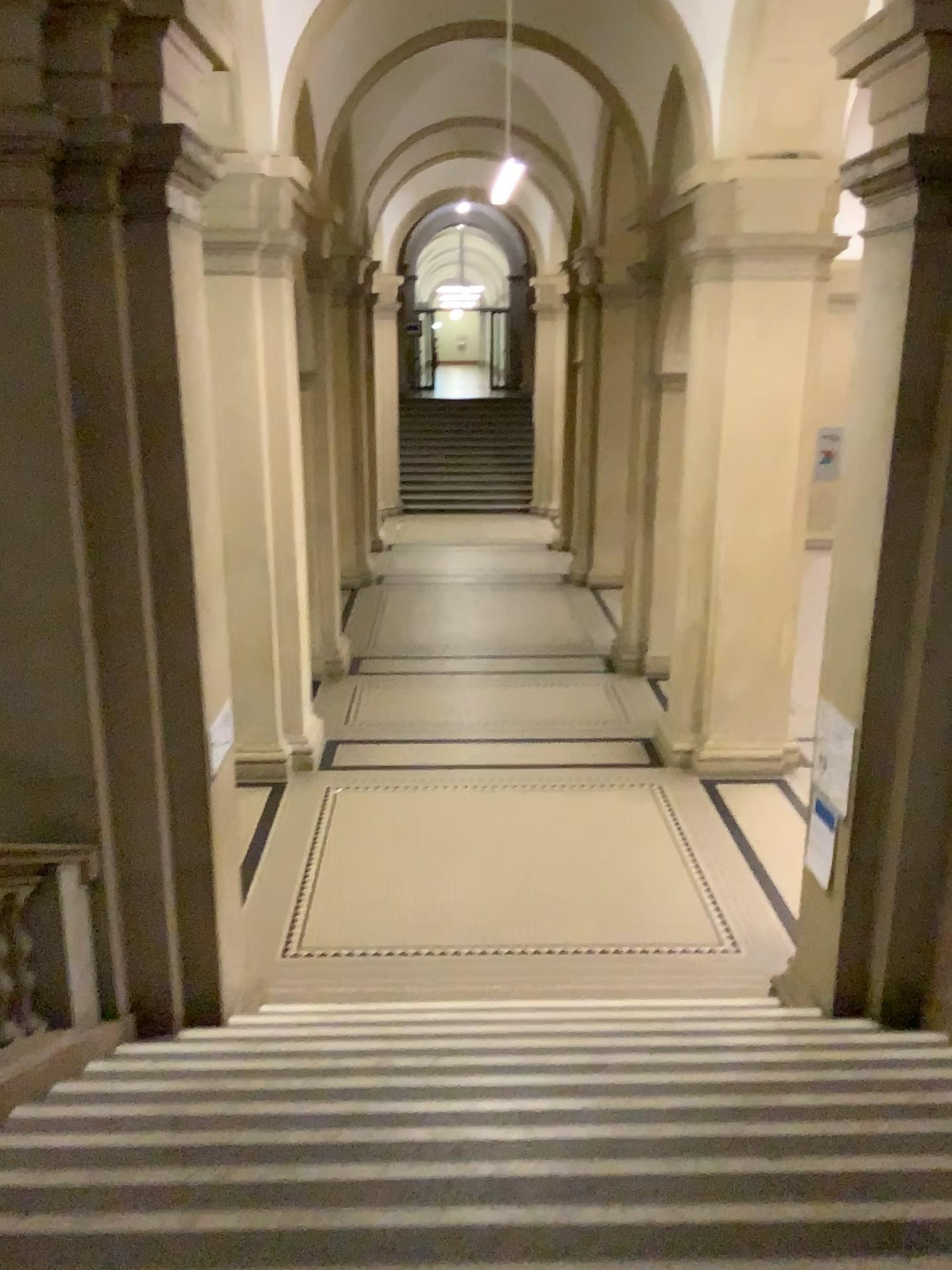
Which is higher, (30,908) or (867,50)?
(867,50)

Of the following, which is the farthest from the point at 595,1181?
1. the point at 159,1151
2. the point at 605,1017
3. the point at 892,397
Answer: the point at 892,397
